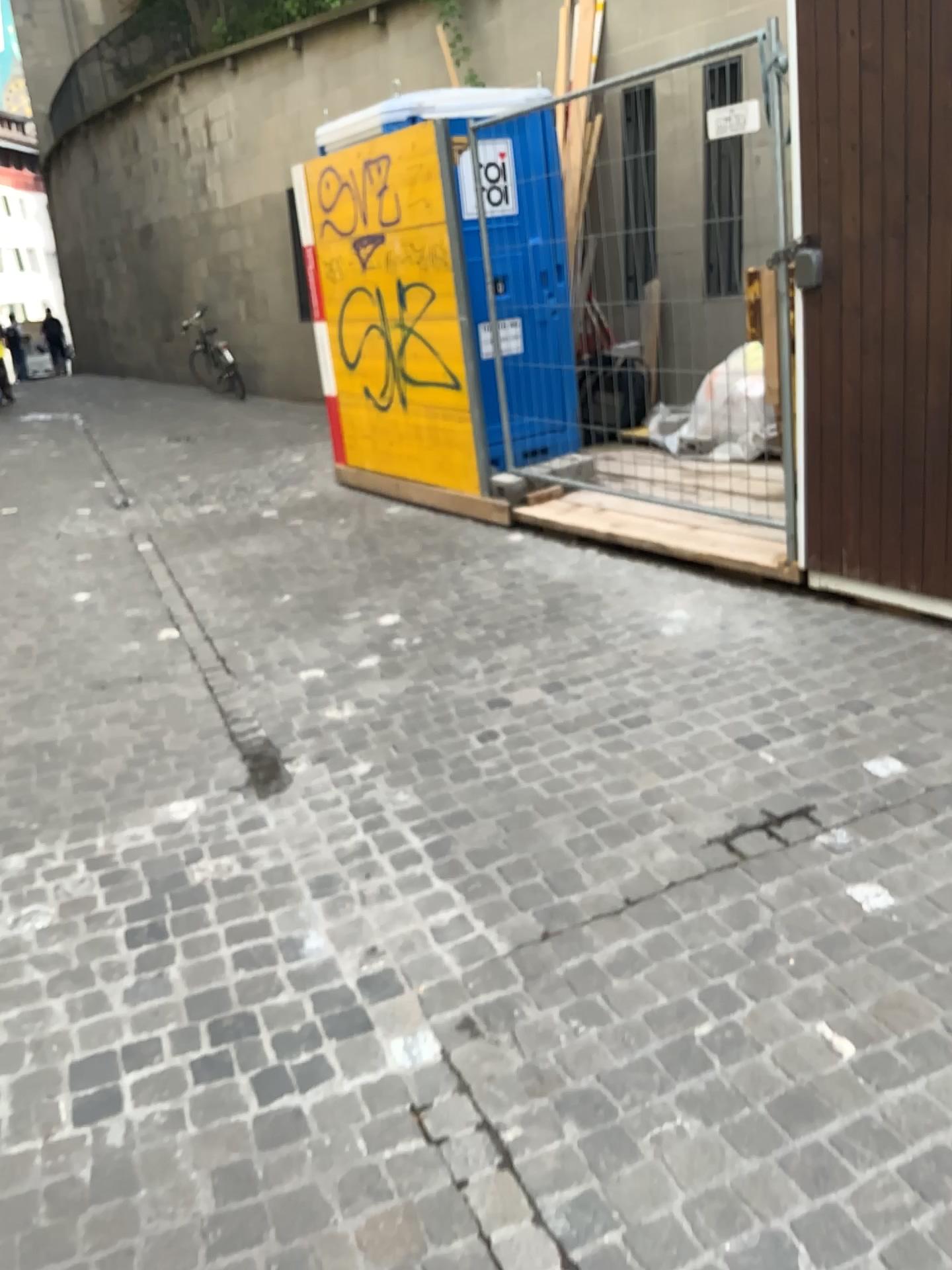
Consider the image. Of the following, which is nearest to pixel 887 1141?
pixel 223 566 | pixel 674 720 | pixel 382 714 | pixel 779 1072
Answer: pixel 779 1072
